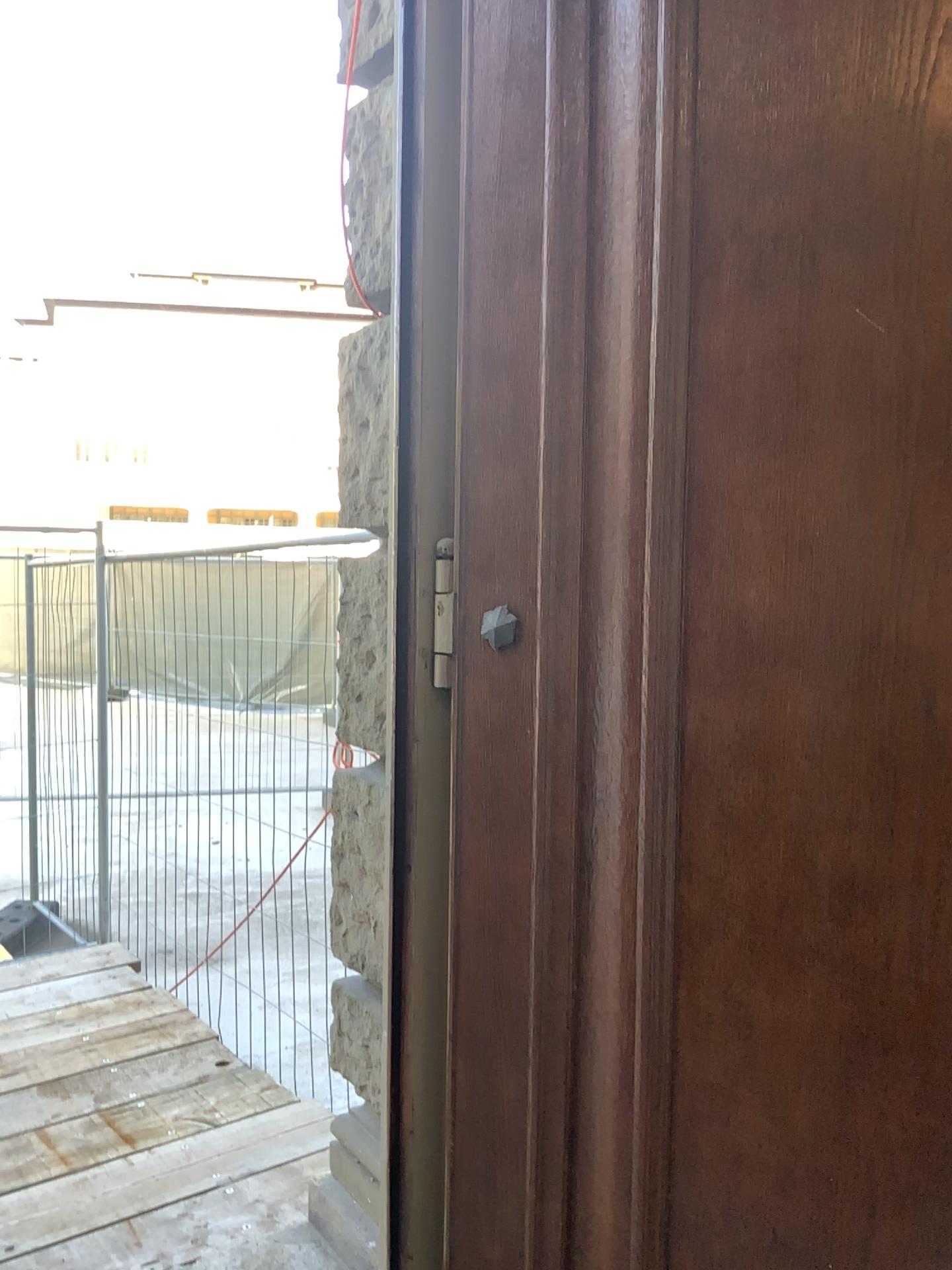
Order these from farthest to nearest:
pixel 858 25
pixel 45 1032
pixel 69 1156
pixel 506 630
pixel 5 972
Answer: pixel 5 972 → pixel 45 1032 → pixel 69 1156 → pixel 506 630 → pixel 858 25

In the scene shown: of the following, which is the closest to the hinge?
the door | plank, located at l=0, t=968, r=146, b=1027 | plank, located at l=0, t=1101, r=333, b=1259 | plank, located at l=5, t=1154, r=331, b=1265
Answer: the door

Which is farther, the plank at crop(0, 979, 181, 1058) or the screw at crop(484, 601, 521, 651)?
the plank at crop(0, 979, 181, 1058)

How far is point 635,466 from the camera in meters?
1.4

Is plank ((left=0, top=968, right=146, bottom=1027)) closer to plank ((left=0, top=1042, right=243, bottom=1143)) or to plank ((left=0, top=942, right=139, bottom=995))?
plank ((left=0, top=942, right=139, bottom=995))

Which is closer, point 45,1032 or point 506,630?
point 506,630

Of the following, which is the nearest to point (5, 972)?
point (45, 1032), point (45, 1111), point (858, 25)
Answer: point (45, 1032)

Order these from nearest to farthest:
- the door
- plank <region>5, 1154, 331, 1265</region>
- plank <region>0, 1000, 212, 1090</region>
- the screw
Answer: the door < the screw < plank <region>5, 1154, 331, 1265</region> < plank <region>0, 1000, 212, 1090</region>

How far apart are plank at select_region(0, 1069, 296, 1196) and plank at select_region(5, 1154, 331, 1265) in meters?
0.4

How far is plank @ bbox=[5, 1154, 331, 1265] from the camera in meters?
2.4 m
